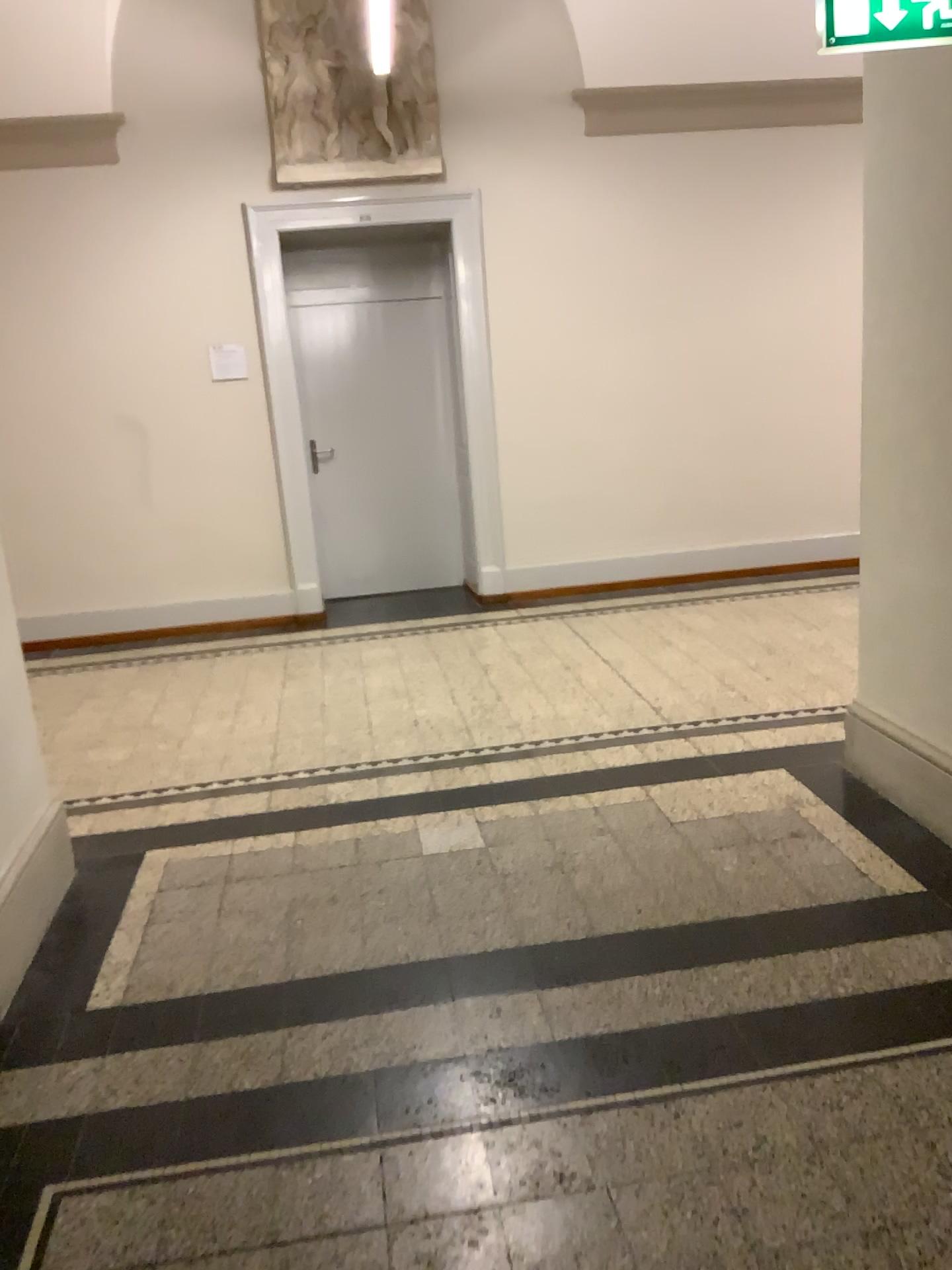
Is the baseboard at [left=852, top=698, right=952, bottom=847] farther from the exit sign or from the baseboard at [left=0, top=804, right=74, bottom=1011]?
the baseboard at [left=0, top=804, right=74, bottom=1011]

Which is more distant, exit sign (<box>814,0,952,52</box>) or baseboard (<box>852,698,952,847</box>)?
baseboard (<box>852,698,952,847</box>)

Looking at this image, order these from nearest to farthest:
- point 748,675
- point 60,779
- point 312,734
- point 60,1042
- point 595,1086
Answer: point 595,1086 < point 60,1042 < point 60,779 < point 312,734 < point 748,675

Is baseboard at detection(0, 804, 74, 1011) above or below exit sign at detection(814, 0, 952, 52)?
below

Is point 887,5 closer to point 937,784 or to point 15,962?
point 937,784

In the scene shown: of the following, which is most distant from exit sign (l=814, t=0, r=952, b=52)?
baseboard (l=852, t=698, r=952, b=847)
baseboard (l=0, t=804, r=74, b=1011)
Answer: baseboard (l=0, t=804, r=74, b=1011)

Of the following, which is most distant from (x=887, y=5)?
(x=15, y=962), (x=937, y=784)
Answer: (x=15, y=962)

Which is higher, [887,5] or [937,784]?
[887,5]
